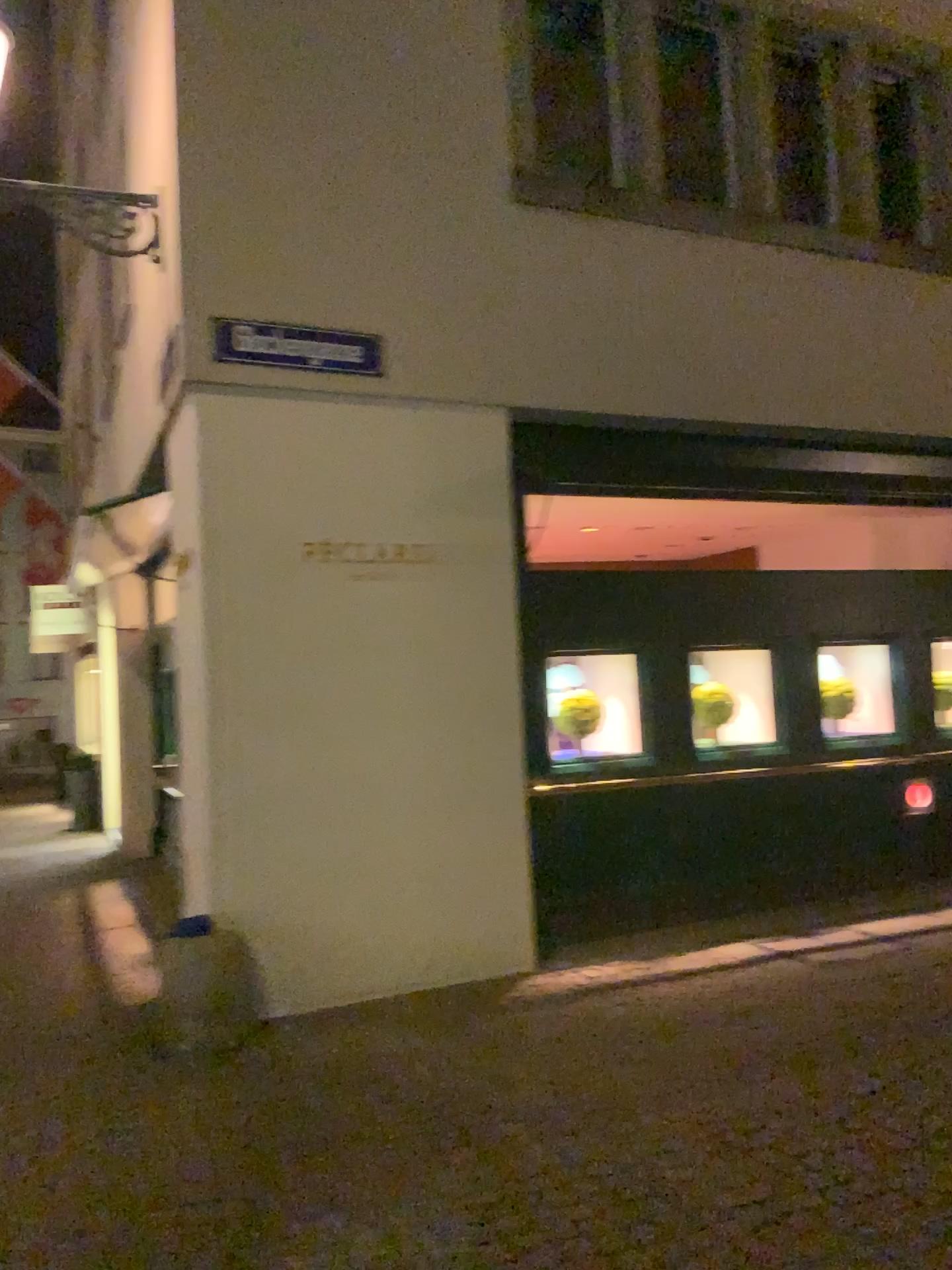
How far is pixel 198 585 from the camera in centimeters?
495cm

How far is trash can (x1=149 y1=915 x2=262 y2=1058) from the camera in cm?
462

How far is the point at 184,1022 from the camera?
4.6 meters
